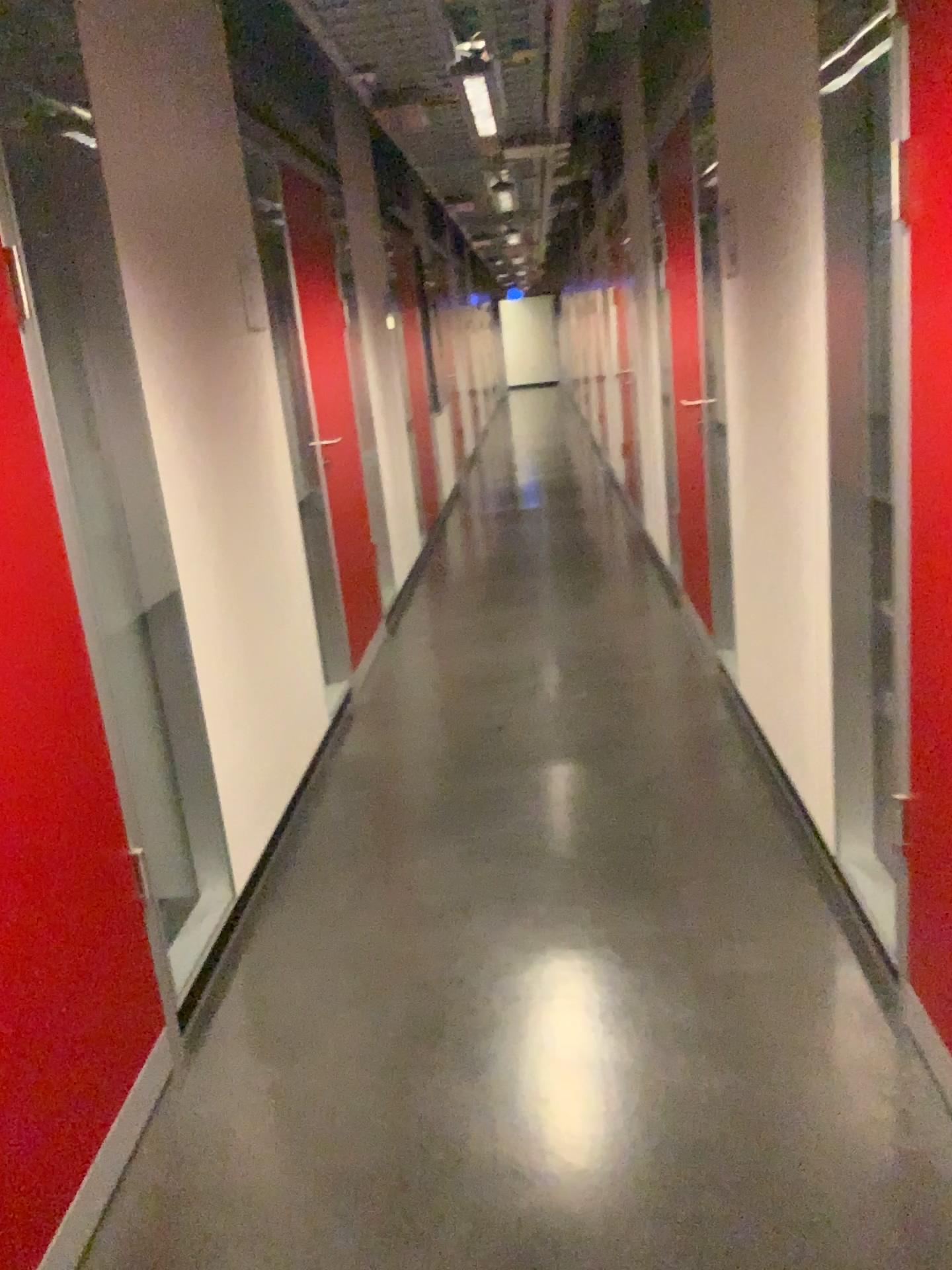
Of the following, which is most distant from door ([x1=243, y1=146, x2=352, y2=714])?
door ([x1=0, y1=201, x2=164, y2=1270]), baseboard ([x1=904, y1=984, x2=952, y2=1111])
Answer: baseboard ([x1=904, y1=984, x2=952, y2=1111])

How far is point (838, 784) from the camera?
2.54m

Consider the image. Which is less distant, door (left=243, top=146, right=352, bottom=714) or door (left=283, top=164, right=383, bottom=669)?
door (left=243, top=146, right=352, bottom=714)

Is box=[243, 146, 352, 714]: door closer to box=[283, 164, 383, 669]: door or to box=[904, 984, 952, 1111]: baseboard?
box=[283, 164, 383, 669]: door

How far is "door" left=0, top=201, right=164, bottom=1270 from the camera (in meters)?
1.64

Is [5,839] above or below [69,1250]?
above

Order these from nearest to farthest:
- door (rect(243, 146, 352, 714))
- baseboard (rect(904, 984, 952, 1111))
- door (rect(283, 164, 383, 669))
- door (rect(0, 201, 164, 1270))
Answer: door (rect(0, 201, 164, 1270)) < baseboard (rect(904, 984, 952, 1111)) < door (rect(243, 146, 352, 714)) < door (rect(283, 164, 383, 669))

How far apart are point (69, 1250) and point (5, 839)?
0.7 meters

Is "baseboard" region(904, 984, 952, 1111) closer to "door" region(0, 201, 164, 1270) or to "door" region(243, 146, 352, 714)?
"door" region(0, 201, 164, 1270)

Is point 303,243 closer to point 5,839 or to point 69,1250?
point 5,839
